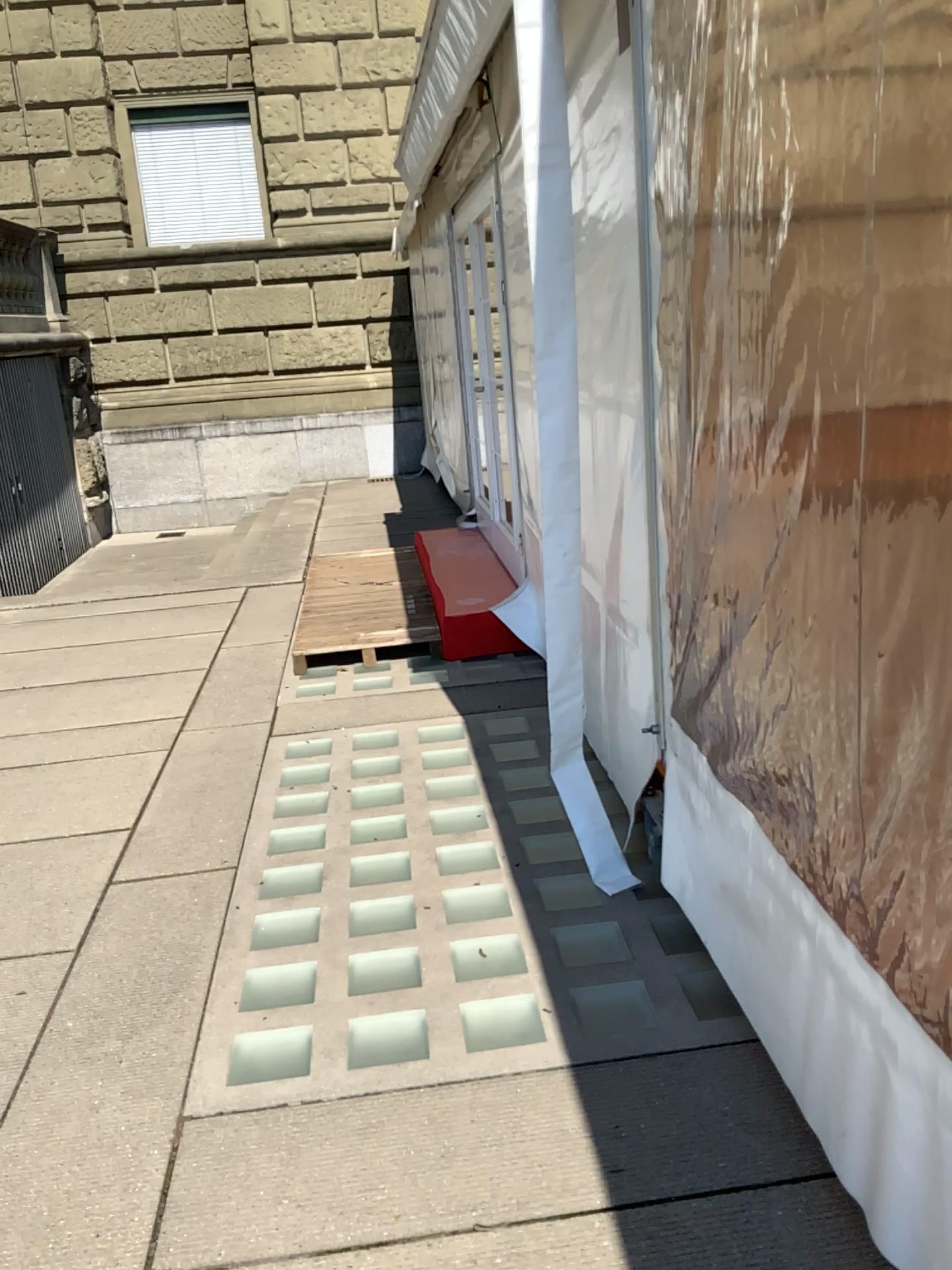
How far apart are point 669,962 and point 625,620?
0.91m

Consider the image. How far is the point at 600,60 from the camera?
2.80m

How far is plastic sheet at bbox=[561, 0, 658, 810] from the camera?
2.8 meters
